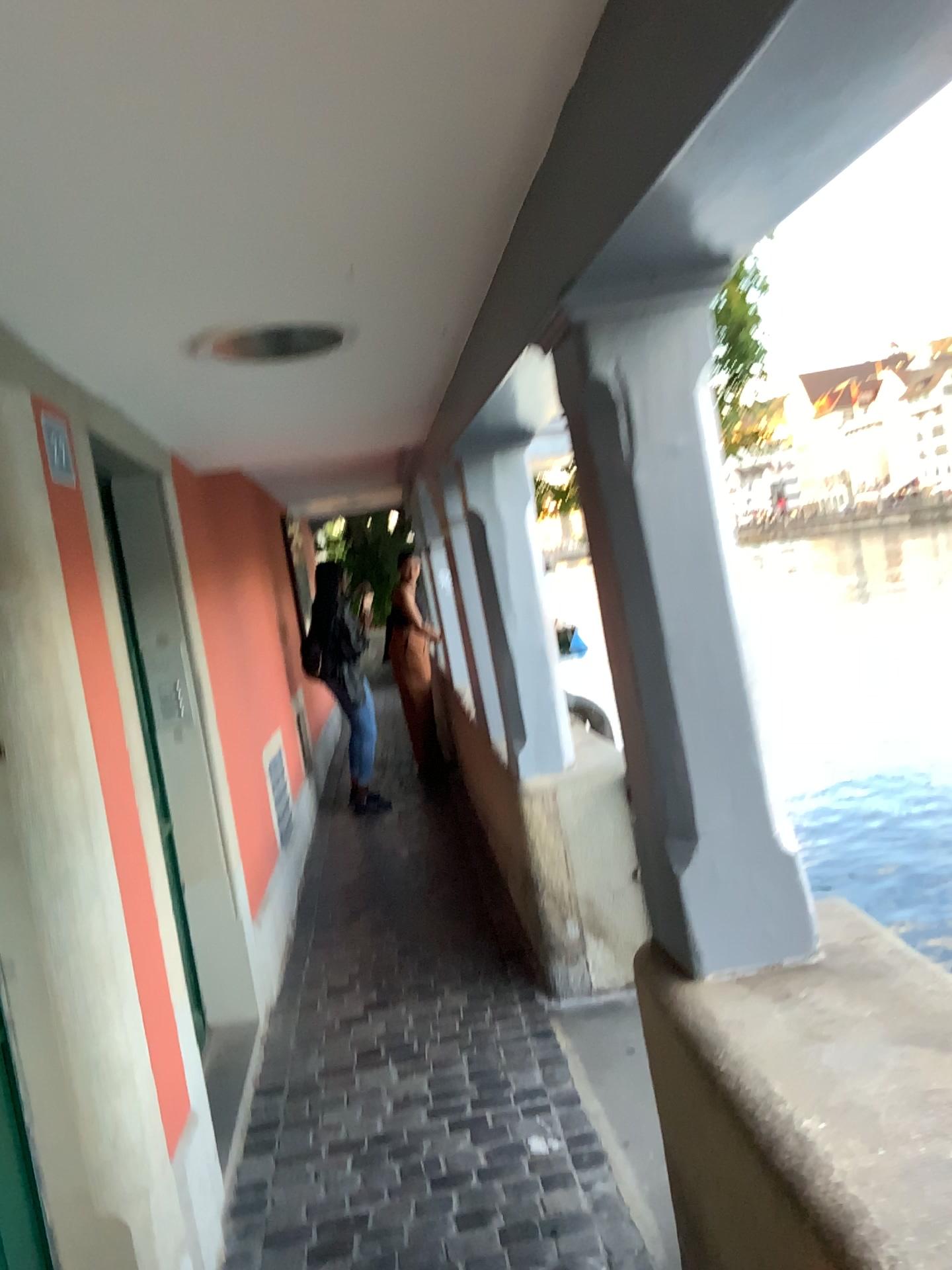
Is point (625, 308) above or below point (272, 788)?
above

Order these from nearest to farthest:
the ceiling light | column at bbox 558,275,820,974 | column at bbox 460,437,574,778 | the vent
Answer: column at bbox 558,275,820,974, the ceiling light, column at bbox 460,437,574,778, the vent

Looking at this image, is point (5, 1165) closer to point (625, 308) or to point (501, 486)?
point (625, 308)

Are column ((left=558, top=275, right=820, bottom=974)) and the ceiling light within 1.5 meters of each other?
yes

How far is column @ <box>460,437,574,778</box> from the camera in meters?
3.5 m

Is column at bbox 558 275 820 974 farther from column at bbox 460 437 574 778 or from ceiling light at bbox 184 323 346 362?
column at bbox 460 437 574 778

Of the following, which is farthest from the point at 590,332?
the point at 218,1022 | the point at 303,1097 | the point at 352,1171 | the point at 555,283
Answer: the point at 218,1022

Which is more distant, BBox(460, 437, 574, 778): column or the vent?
the vent

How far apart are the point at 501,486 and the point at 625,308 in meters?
1.8 m

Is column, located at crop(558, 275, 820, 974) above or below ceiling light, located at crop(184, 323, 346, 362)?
below
